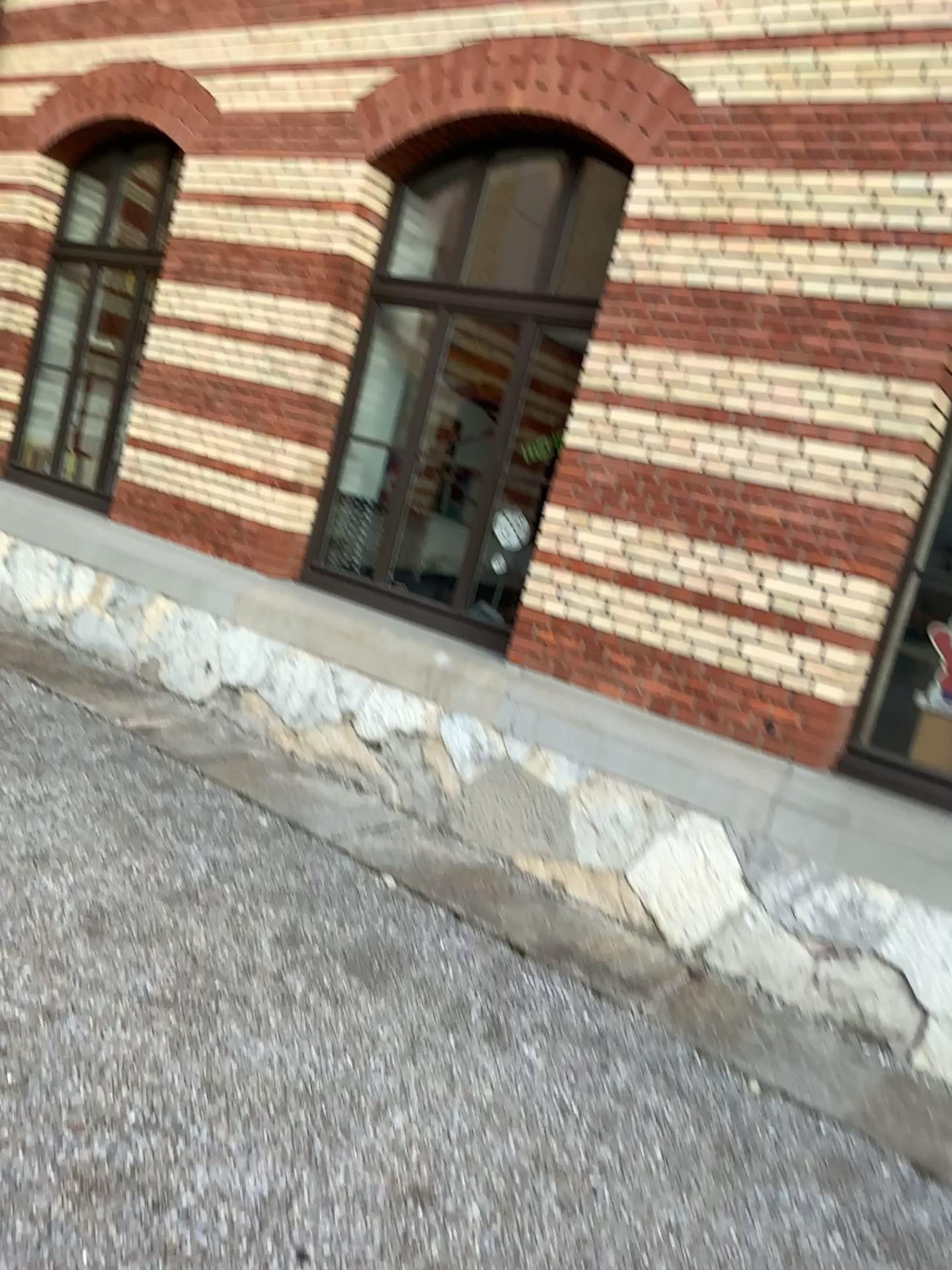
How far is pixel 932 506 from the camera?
4.04m

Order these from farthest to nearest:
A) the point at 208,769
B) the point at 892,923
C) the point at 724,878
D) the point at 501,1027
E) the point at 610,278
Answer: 1. the point at 208,769
2. the point at 610,278
3. the point at 724,878
4. the point at 892,923
5. the point at 501,1027

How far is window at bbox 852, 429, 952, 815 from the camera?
4.04m
